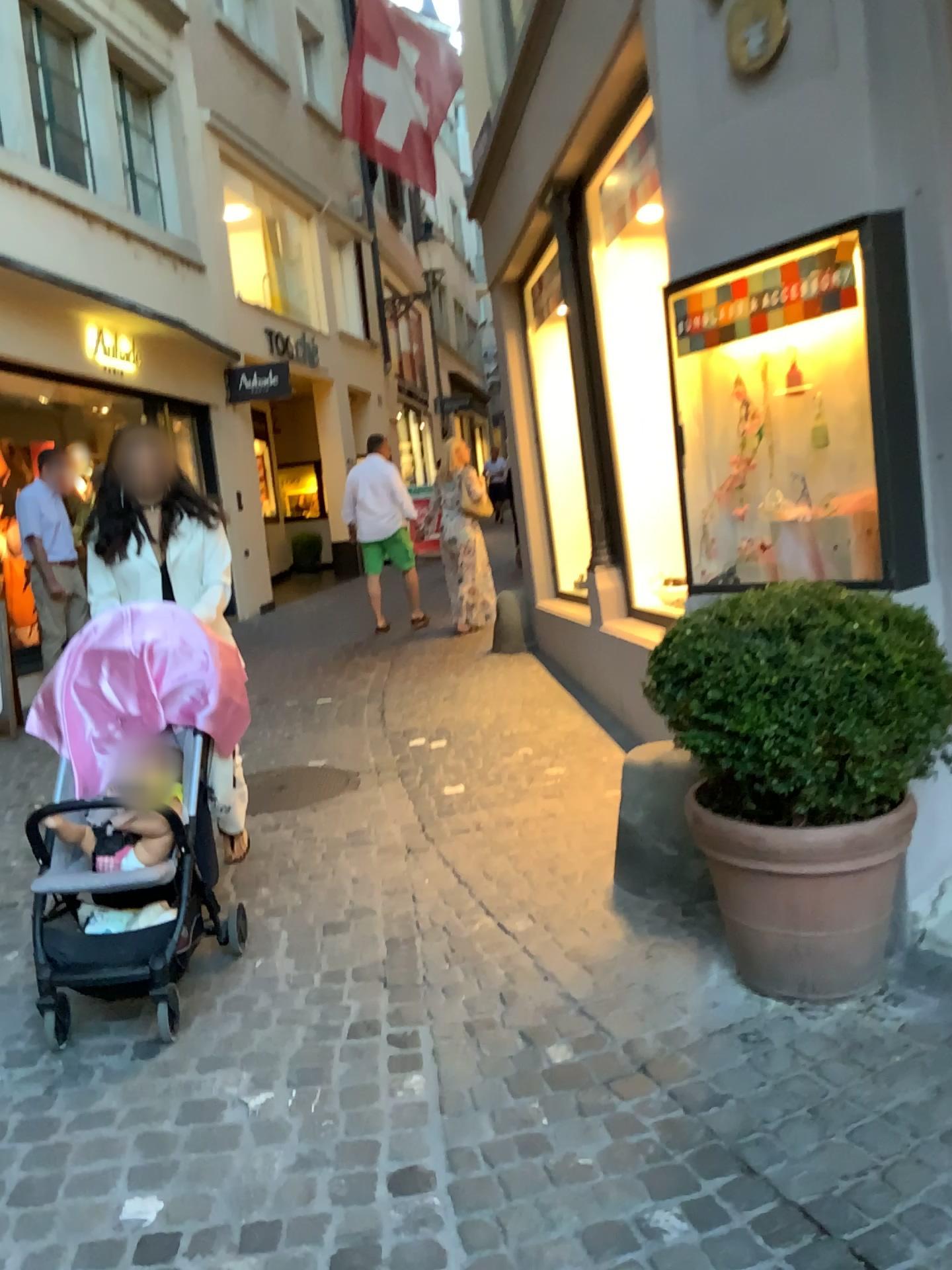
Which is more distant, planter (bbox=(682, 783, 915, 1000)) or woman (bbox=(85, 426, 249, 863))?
woman (bbox=(85, 426, 249, 863))

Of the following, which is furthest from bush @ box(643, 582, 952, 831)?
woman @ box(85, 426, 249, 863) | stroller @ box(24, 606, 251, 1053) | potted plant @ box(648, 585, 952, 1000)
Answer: woman @ box(85, 426, 249, 863)

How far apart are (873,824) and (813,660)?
0.4m

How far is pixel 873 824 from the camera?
2.5m

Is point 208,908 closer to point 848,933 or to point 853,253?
point 848,933

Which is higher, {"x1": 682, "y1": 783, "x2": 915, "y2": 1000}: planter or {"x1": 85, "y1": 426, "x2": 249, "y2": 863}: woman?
{"x1": 85, "y1": 426, "x2": 249, "y2": 863}: woman

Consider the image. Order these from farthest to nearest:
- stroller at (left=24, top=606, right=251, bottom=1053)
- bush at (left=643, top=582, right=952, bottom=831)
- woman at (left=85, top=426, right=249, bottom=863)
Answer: woman at (left=85, top=426, right=249, bottom=863) < stroller at (left=24, top=606, right=251, bottom=1053) < bush at (left=643, top=582, right=952, bottom=831)

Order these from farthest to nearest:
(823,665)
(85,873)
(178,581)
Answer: (178,581)
(85,873)
(823,665)

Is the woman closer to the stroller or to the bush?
the stroller

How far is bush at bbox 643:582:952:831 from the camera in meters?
2.3
